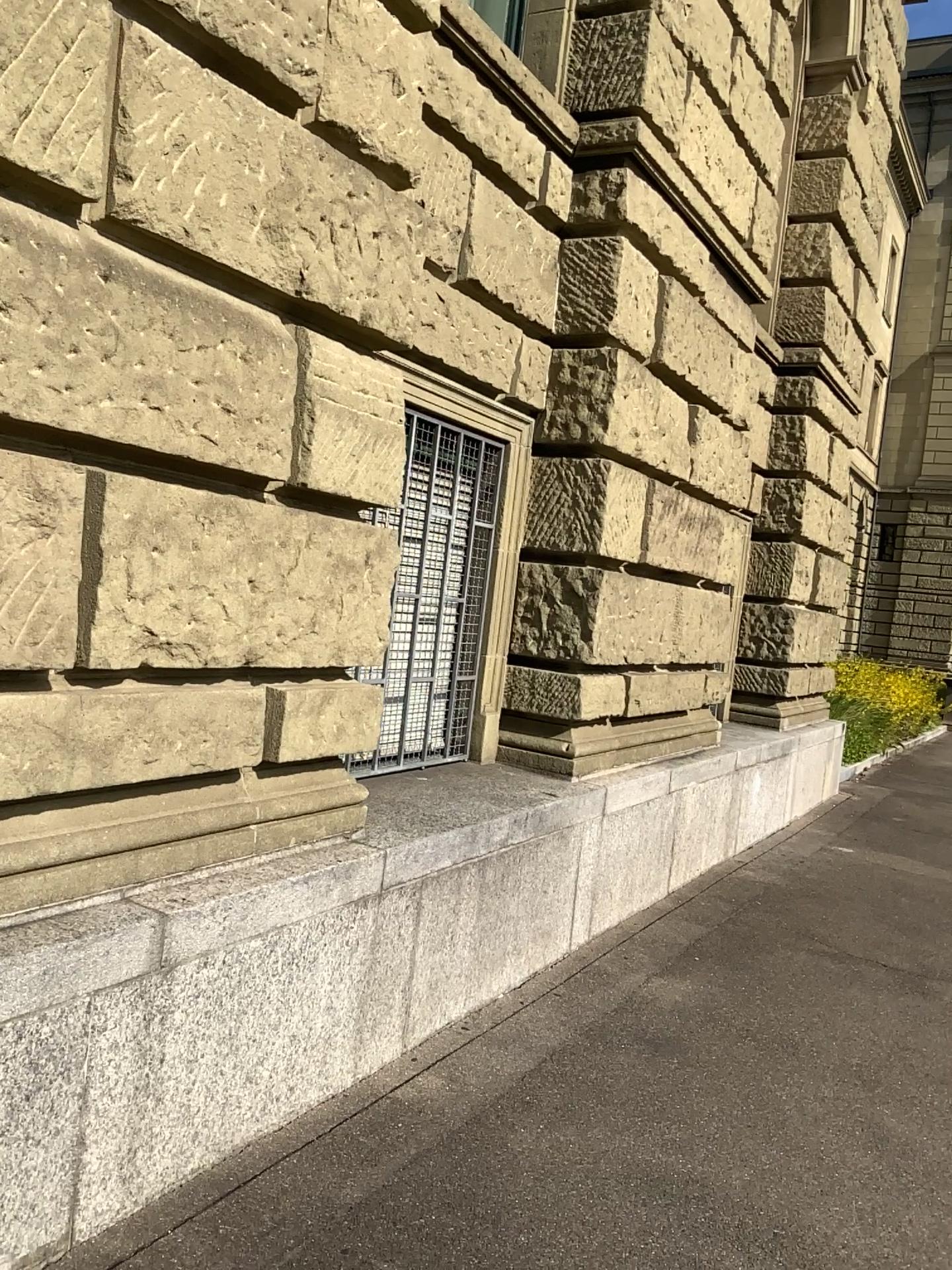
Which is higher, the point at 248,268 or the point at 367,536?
the point at 248,268
